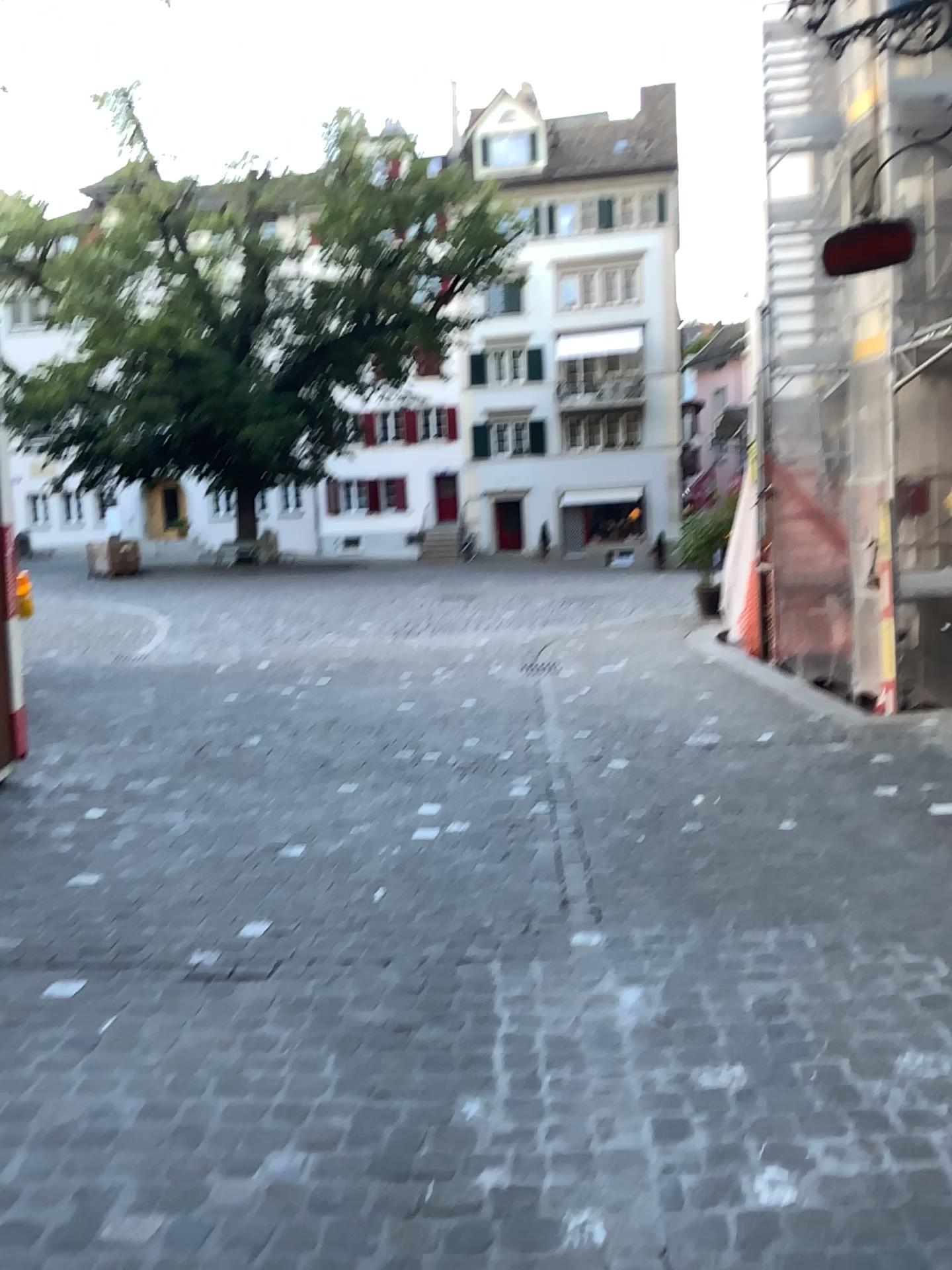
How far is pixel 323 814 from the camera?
4.5 meters
